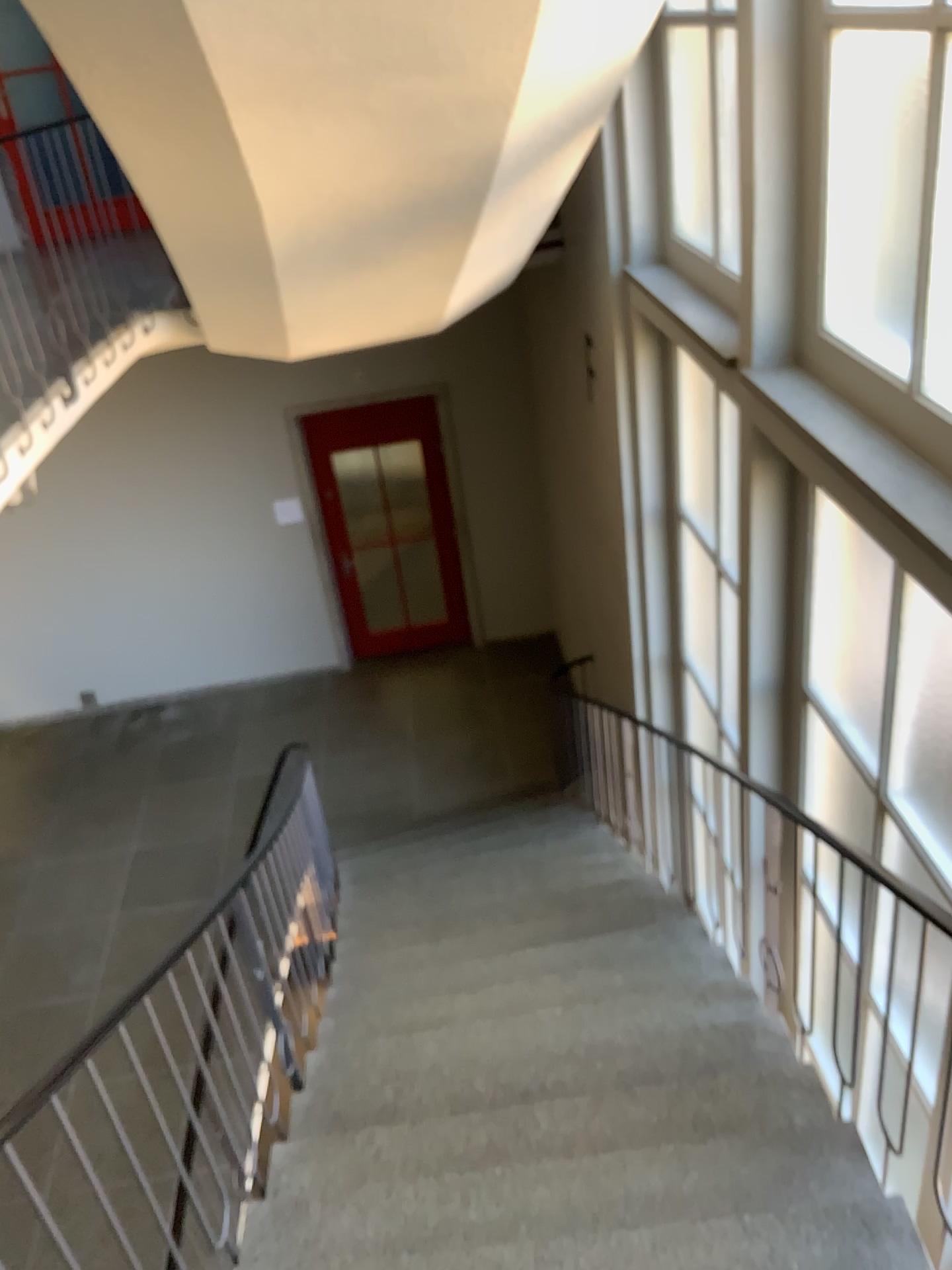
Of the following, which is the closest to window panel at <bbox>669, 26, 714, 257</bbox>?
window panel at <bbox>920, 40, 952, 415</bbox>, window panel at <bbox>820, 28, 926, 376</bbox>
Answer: window panel at <bbox>820, 28, 926, 376</bbox>

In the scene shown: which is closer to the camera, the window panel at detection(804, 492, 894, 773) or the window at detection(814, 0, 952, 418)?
the window at detection(814, 0, 952, 418)

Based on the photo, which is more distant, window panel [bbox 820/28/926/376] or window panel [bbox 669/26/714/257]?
window panel [bbox 669/26/714/257]

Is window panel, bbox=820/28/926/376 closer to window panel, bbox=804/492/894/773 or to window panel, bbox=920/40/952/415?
window panel, bbox=920/40/952/415

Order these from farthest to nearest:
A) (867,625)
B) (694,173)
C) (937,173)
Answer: (694,173) → (867,625) → (937,173)

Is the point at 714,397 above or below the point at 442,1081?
above

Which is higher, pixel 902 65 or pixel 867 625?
pixel 902 65

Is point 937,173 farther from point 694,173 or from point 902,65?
point 694,173

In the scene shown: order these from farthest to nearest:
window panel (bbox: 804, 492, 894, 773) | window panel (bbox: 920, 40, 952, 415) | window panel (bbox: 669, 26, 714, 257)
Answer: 1. window panel (bbox: 669, 26, 714, 257)
2. window panel (bbox: 804, 492, 894, 773)
3. window panel (bbox: 920, 40, 952, 415)

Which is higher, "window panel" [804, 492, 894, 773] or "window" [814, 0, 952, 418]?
"window" [814, 0, 952, 418]
